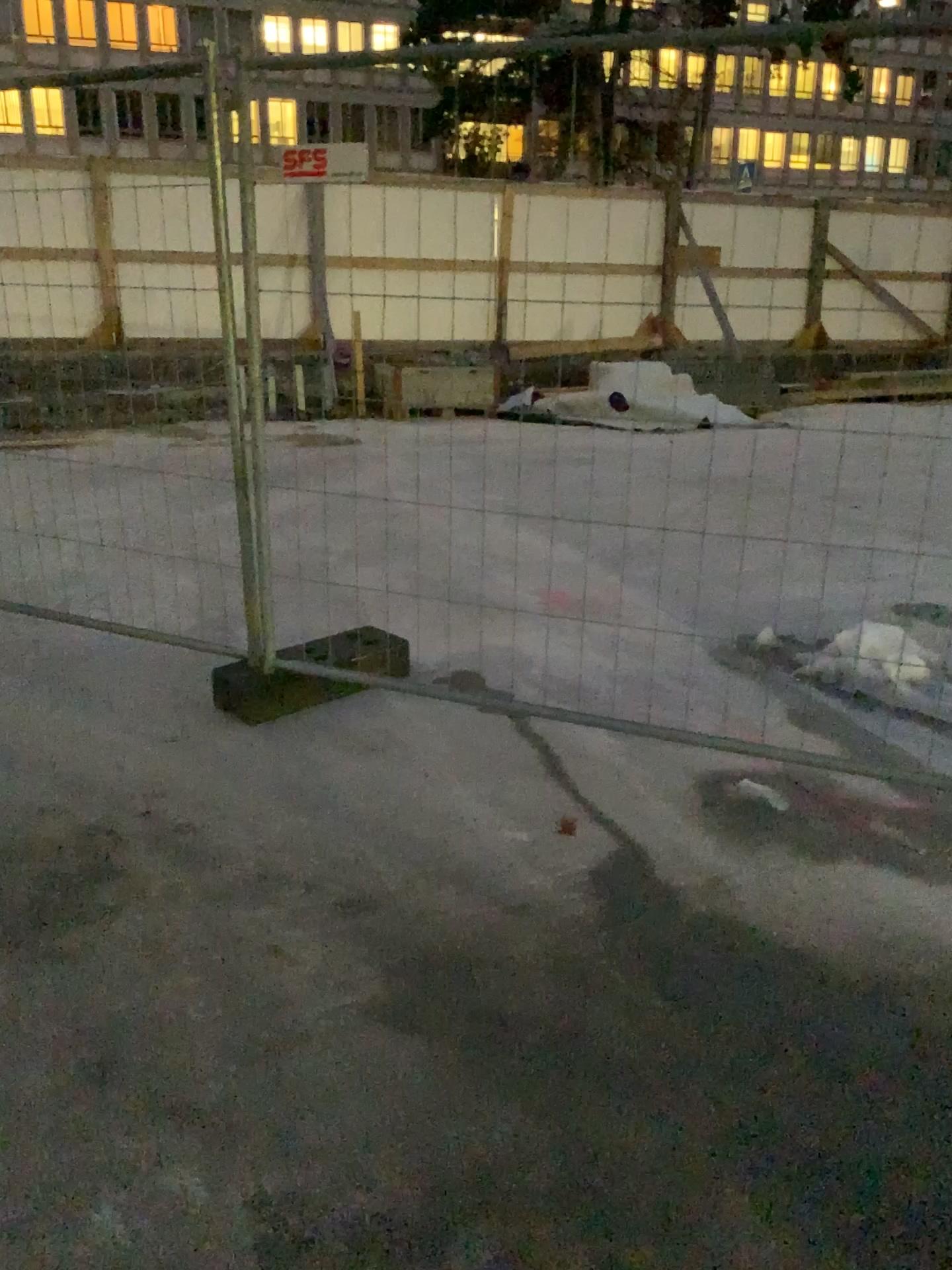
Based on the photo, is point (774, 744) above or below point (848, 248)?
below
